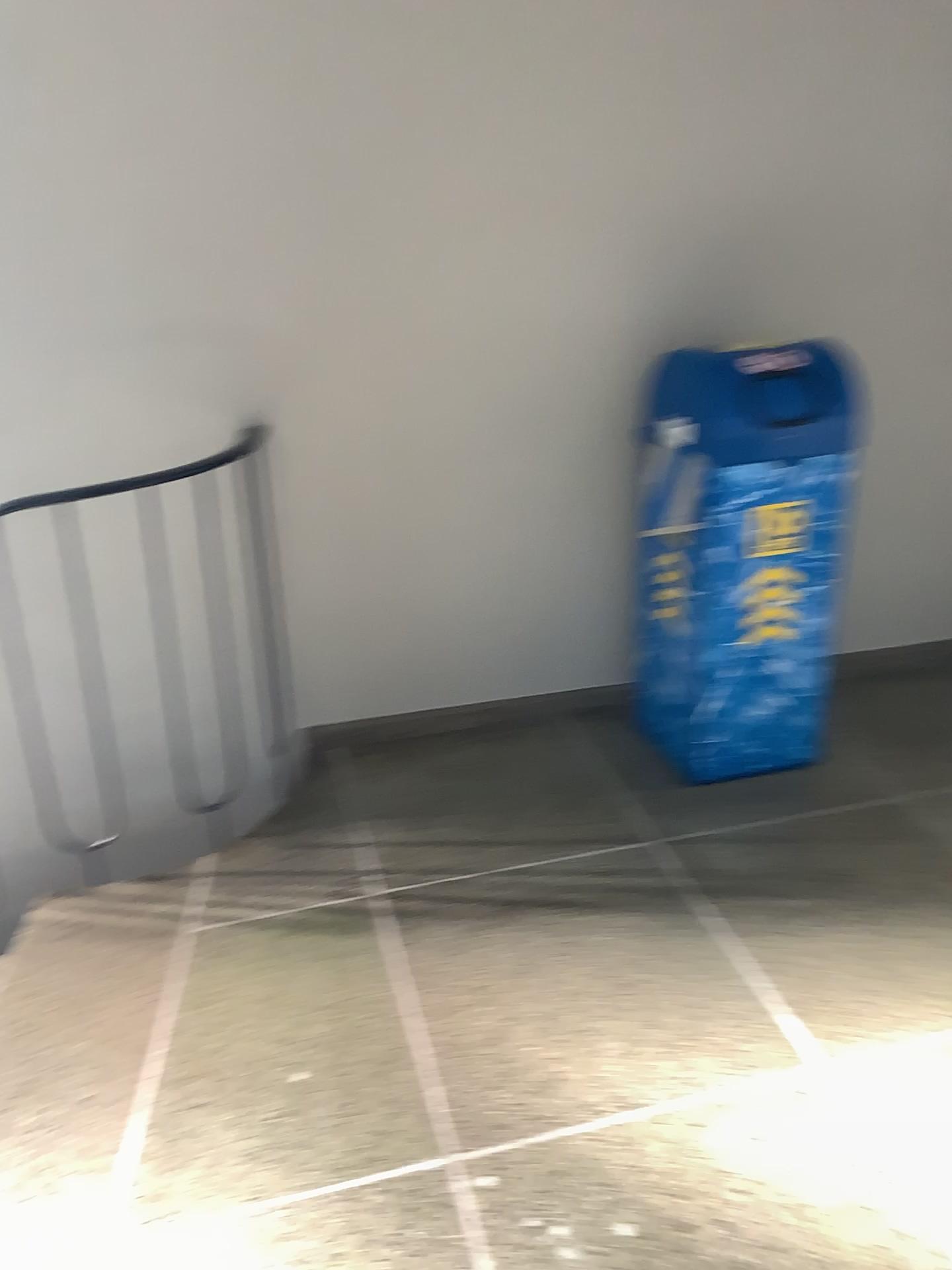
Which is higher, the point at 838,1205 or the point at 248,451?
the point at 248,451

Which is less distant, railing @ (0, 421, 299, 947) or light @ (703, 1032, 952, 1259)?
light @ (703, 1032, 952, 1259)

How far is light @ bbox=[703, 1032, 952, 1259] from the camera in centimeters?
161cm

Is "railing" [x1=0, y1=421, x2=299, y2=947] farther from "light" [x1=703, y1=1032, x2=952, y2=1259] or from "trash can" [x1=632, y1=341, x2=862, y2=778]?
"light" [x1=703, y1=1032, x2=952, y2=1259]

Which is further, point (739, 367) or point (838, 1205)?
point (739, 367)

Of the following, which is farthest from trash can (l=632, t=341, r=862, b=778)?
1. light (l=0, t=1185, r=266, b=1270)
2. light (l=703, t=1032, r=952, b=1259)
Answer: light (l=0, t=1185, r=266, b=1270)

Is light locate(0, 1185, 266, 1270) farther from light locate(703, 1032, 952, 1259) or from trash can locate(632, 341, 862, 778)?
trash can locate(632, 341, 862, 778)

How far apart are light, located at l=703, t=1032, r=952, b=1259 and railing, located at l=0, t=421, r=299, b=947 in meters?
1.6 m

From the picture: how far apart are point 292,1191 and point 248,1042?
0.3m

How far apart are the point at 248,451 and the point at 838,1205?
2.0m
